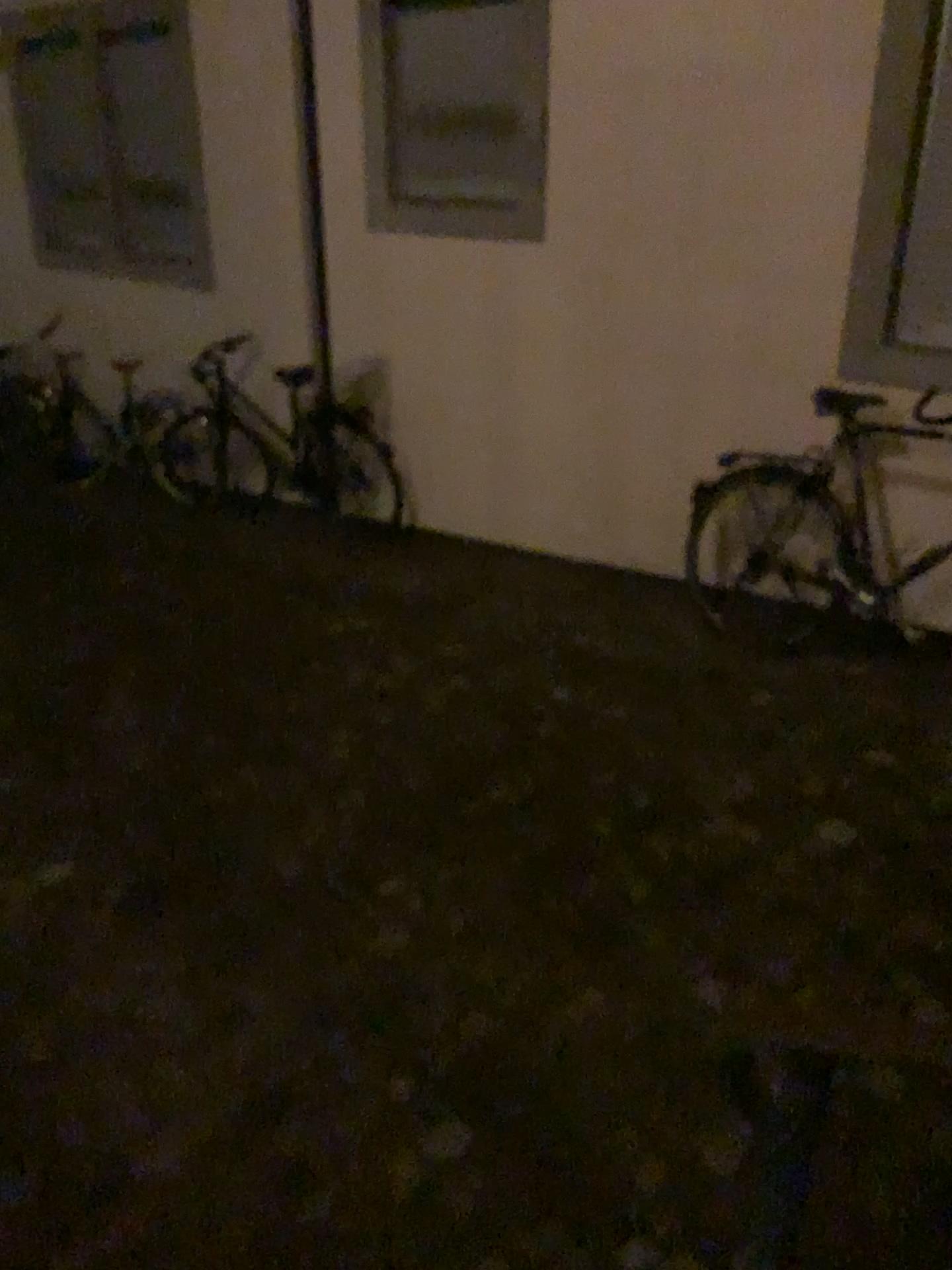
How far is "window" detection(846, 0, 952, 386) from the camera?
3.53m

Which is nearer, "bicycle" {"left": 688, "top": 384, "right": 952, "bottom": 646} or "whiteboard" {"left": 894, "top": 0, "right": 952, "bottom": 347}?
"whiteboard" {"left": 894, "top": 0, "right": 952, "bottom": 347}

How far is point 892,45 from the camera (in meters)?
3.53

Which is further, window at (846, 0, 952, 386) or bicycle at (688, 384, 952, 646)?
bicycle at (688, 384, 952, 646)

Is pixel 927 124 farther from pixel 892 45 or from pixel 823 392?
pixel 823 392

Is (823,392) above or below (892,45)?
below

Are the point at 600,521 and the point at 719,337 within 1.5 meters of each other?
yes

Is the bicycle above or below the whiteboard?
below
